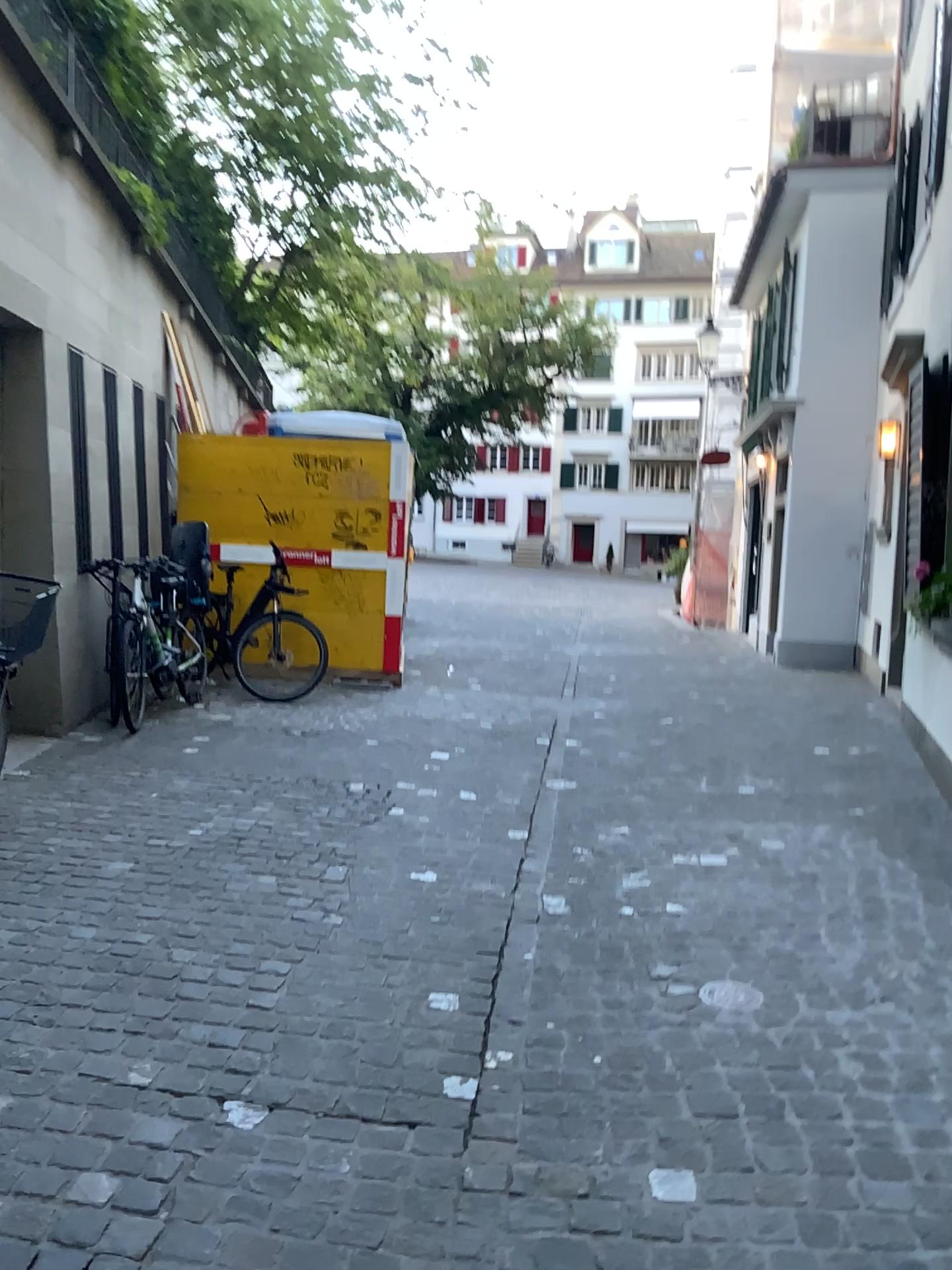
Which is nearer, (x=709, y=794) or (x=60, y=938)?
(x=60, y=938)
